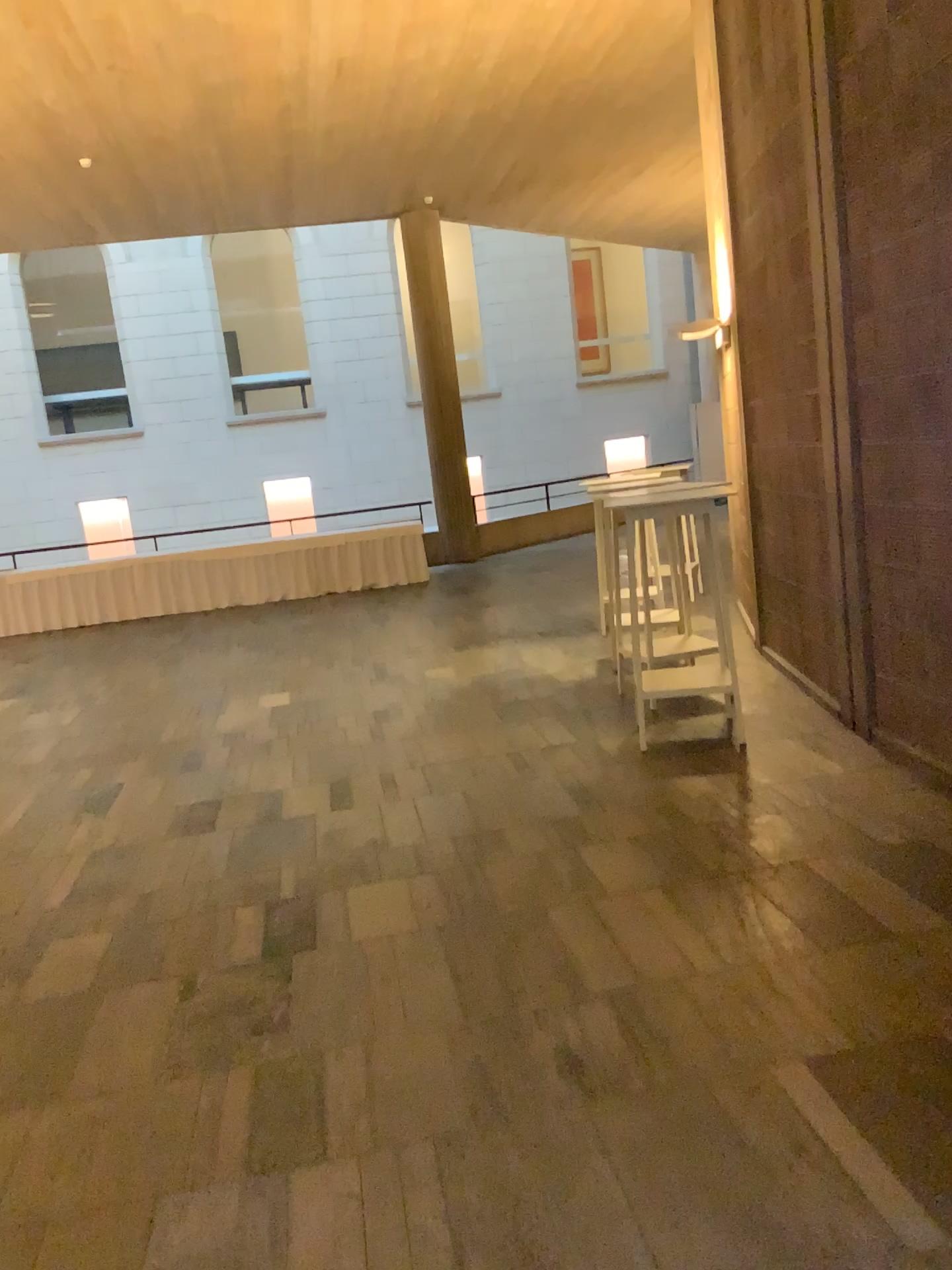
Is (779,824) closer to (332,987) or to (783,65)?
(332,987)
